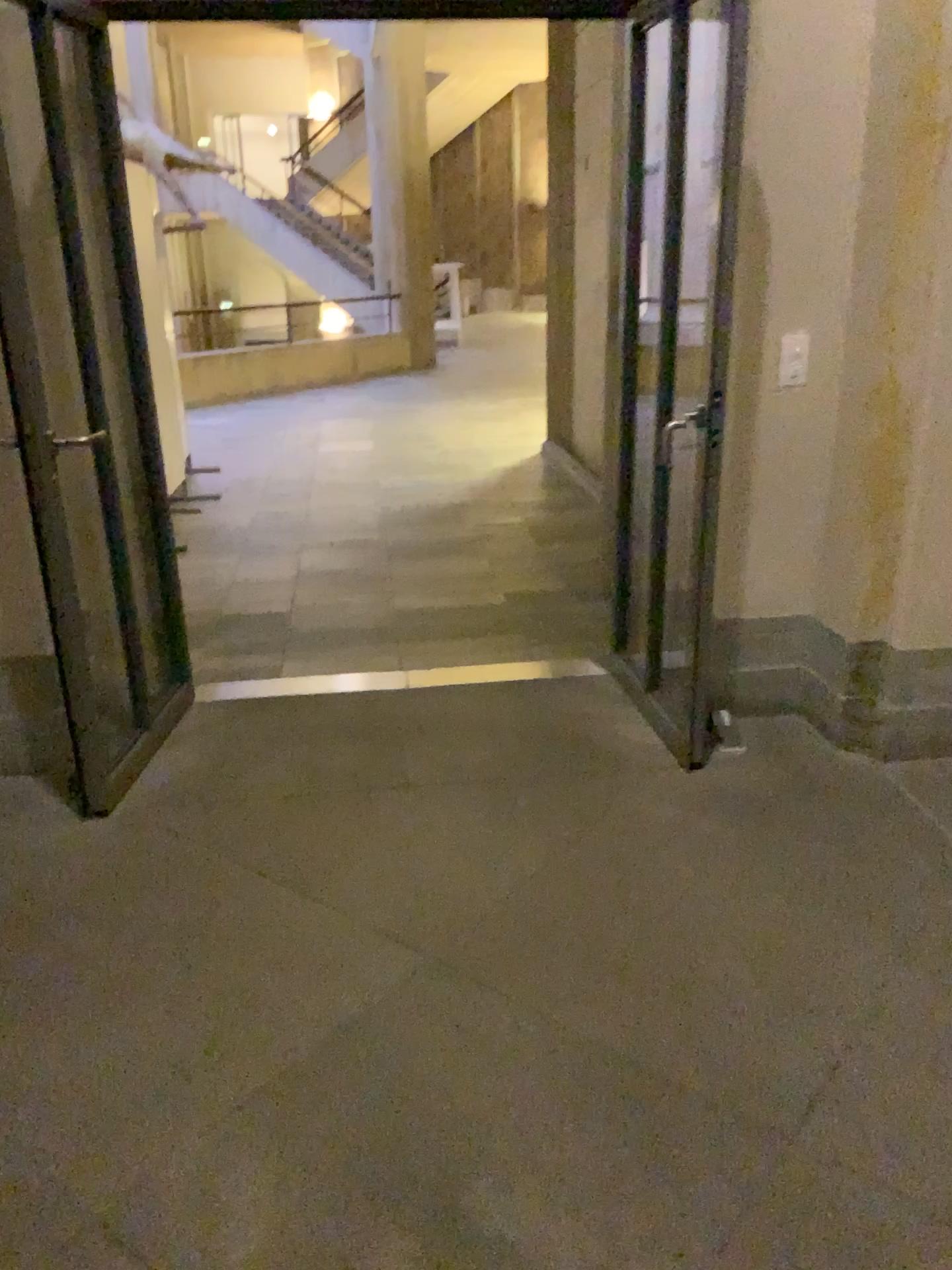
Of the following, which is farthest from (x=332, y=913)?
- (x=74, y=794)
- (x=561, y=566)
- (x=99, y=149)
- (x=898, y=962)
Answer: (x=561, y=566)
